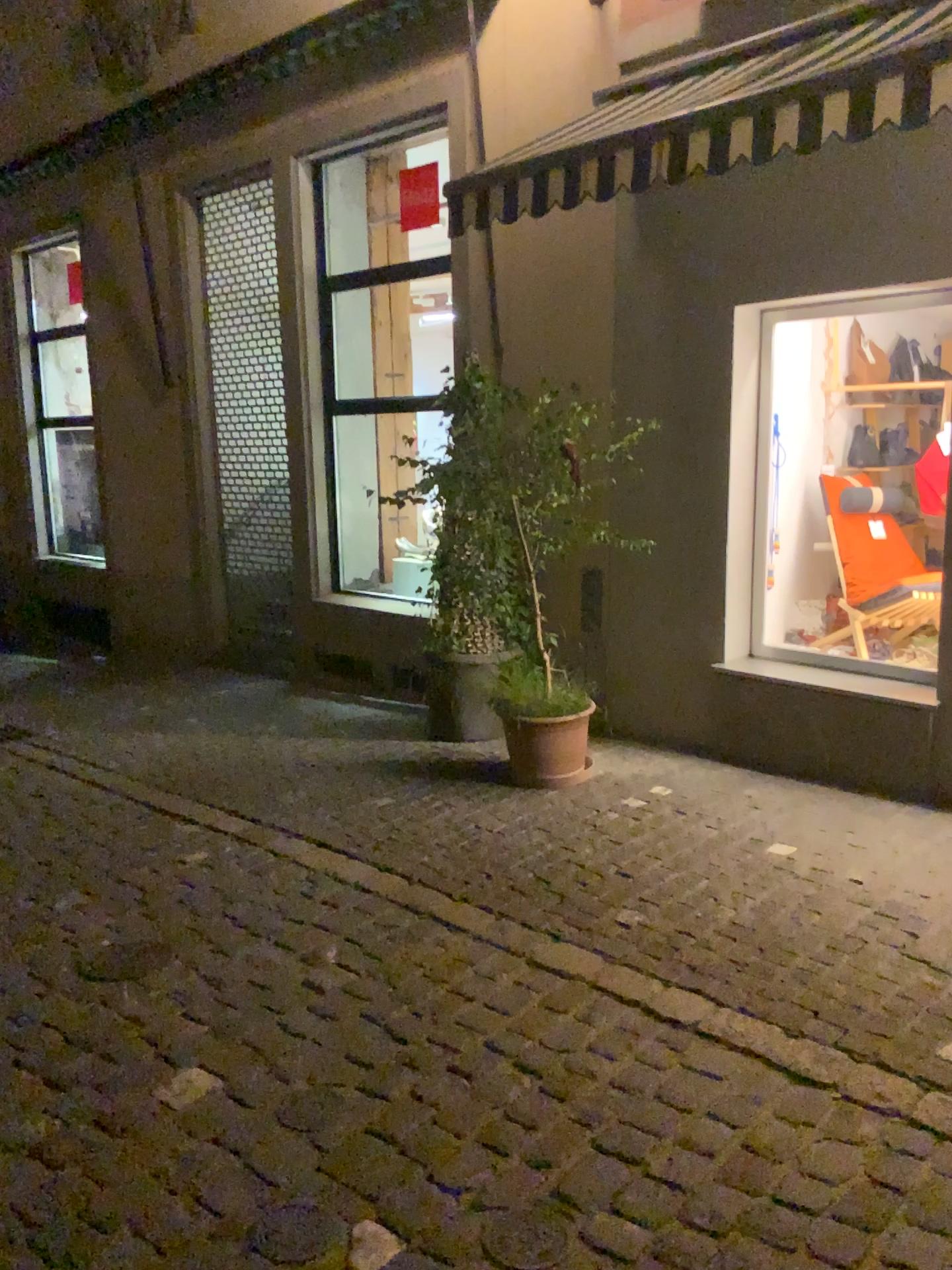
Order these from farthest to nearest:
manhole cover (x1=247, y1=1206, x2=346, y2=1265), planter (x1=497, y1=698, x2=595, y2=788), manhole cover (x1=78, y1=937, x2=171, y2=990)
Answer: planter (x1=497, y1=698, x2=595, y2=788) → manhole cover (x1=78, y1=937, x2=171, y2=990) → manhole cover (x1=247, y1=1206, x2=346, y2=1265)

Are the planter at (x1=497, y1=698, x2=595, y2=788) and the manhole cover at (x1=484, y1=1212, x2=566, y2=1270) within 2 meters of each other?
no

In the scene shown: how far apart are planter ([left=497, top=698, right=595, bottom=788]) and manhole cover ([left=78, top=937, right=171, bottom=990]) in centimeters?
200cm

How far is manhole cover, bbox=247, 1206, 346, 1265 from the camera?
2.2 meters

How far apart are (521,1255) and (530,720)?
2.9 meters

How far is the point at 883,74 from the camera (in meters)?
3.18

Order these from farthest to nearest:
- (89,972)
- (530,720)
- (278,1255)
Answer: (530,720), (89,972), (278,1255)

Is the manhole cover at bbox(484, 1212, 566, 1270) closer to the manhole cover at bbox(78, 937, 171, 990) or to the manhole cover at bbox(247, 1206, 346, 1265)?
the manhole cover at bbox(247, 1206, 346, 1265)

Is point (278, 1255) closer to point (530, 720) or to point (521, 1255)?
point (521, 1255)

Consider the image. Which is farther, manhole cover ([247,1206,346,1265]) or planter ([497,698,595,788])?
planter ([497,698,595,788])
